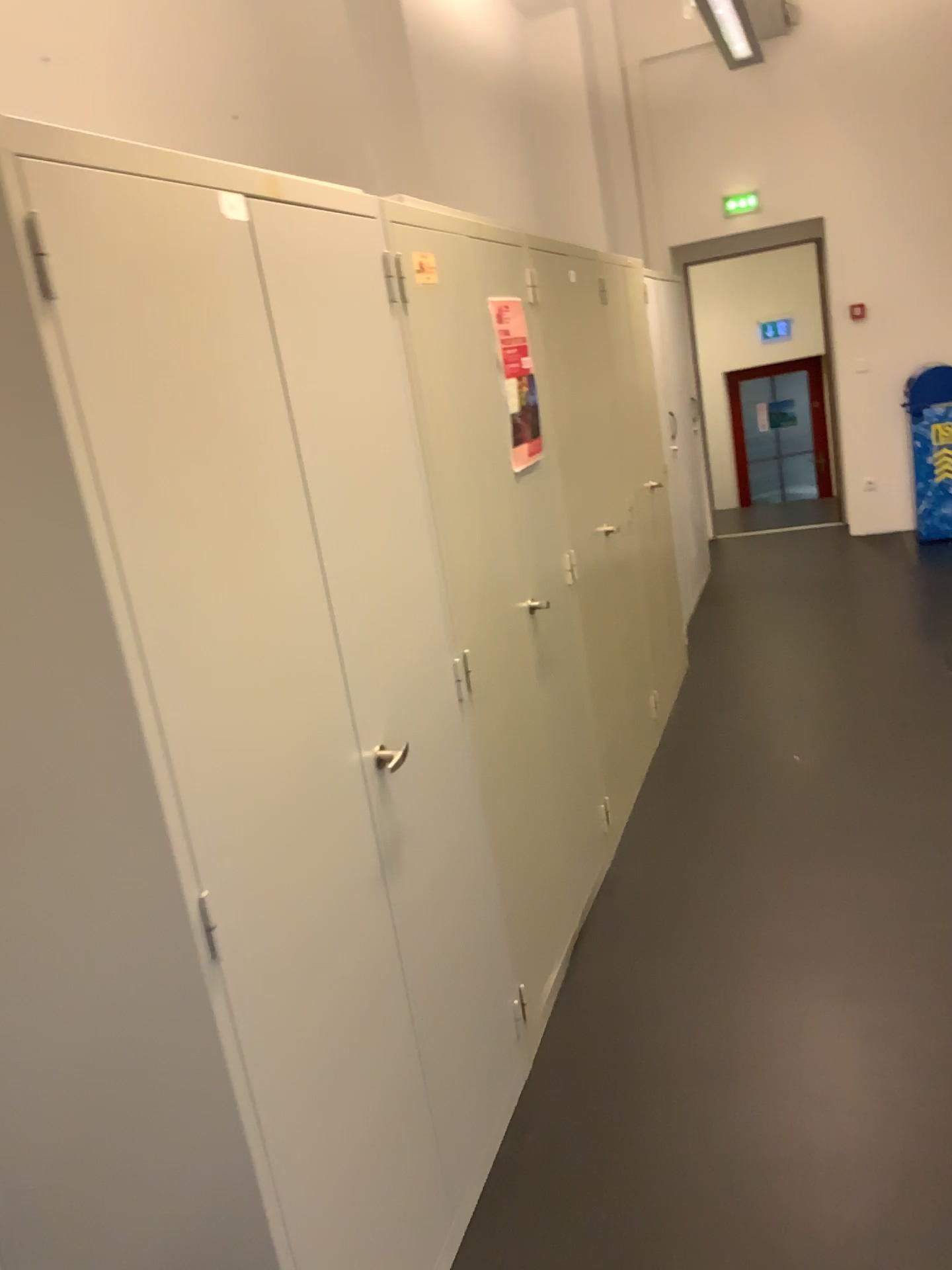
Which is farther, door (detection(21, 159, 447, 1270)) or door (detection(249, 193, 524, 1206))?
door (detection(249, 193, 524, 1206))

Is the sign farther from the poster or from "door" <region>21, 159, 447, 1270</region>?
"door" <region>21, 159, 447, 1270</region>

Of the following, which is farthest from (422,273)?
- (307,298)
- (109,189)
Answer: (109,189)

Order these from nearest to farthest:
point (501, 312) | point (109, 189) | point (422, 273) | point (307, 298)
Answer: point (109, 189)
point (307, 298)
point (422, 273)
point (501, 312)

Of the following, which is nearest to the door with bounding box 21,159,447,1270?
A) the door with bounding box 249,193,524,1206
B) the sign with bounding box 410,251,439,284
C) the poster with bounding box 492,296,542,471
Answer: the door with bounding box 249,193,524,1206

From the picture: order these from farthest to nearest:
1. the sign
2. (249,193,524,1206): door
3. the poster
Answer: the poster < the sign < (249,193,524,1206): door

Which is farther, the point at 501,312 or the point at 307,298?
the point at 501,312

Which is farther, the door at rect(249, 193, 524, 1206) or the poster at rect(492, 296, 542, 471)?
the poster at rect(492, 296, 542, 471)

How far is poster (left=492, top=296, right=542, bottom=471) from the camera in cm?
277

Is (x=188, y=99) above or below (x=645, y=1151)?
above
